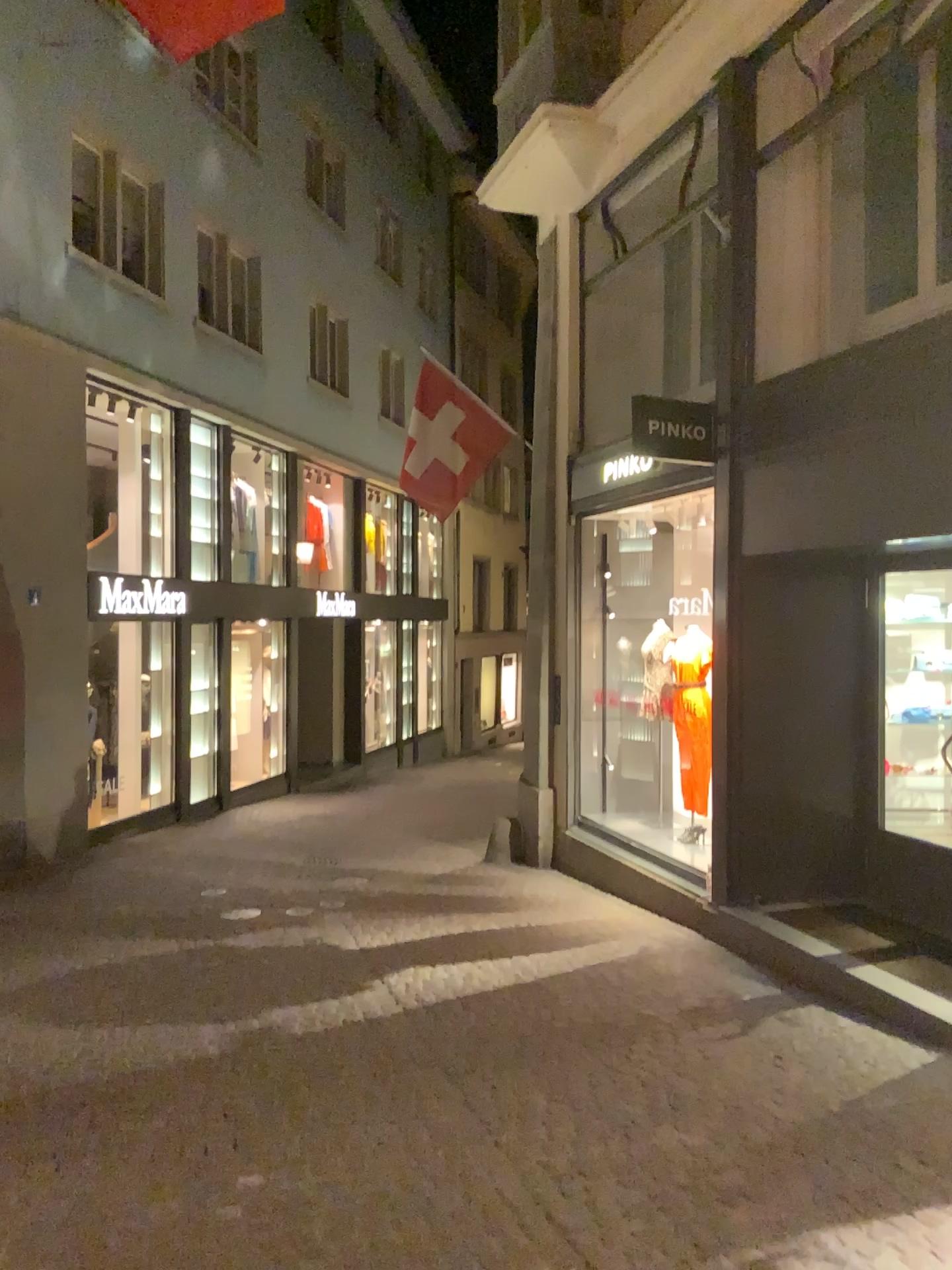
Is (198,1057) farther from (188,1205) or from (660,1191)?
(660,1191)
